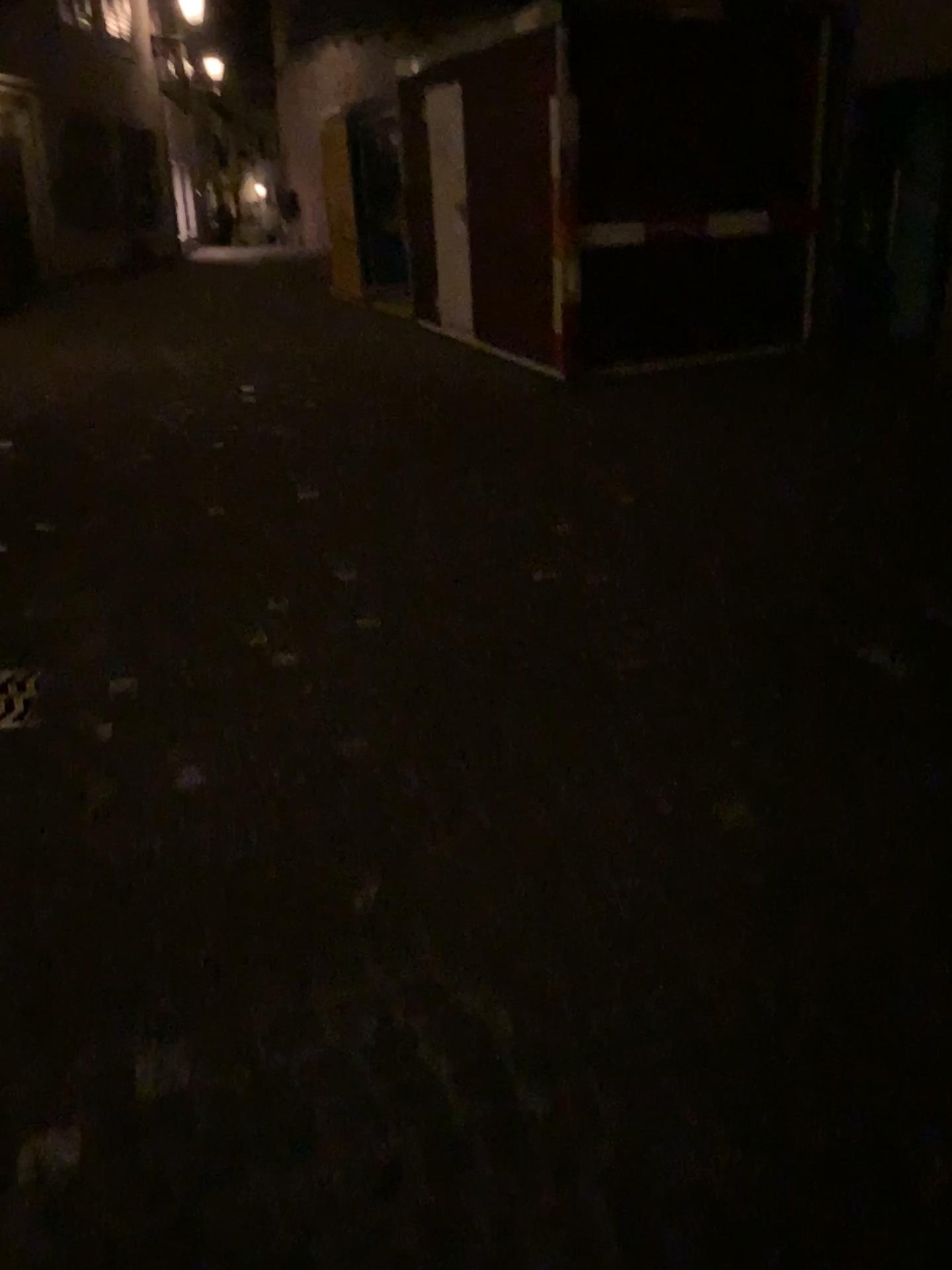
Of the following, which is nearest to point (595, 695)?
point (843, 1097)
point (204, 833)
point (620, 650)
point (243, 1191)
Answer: point (620, 650)
